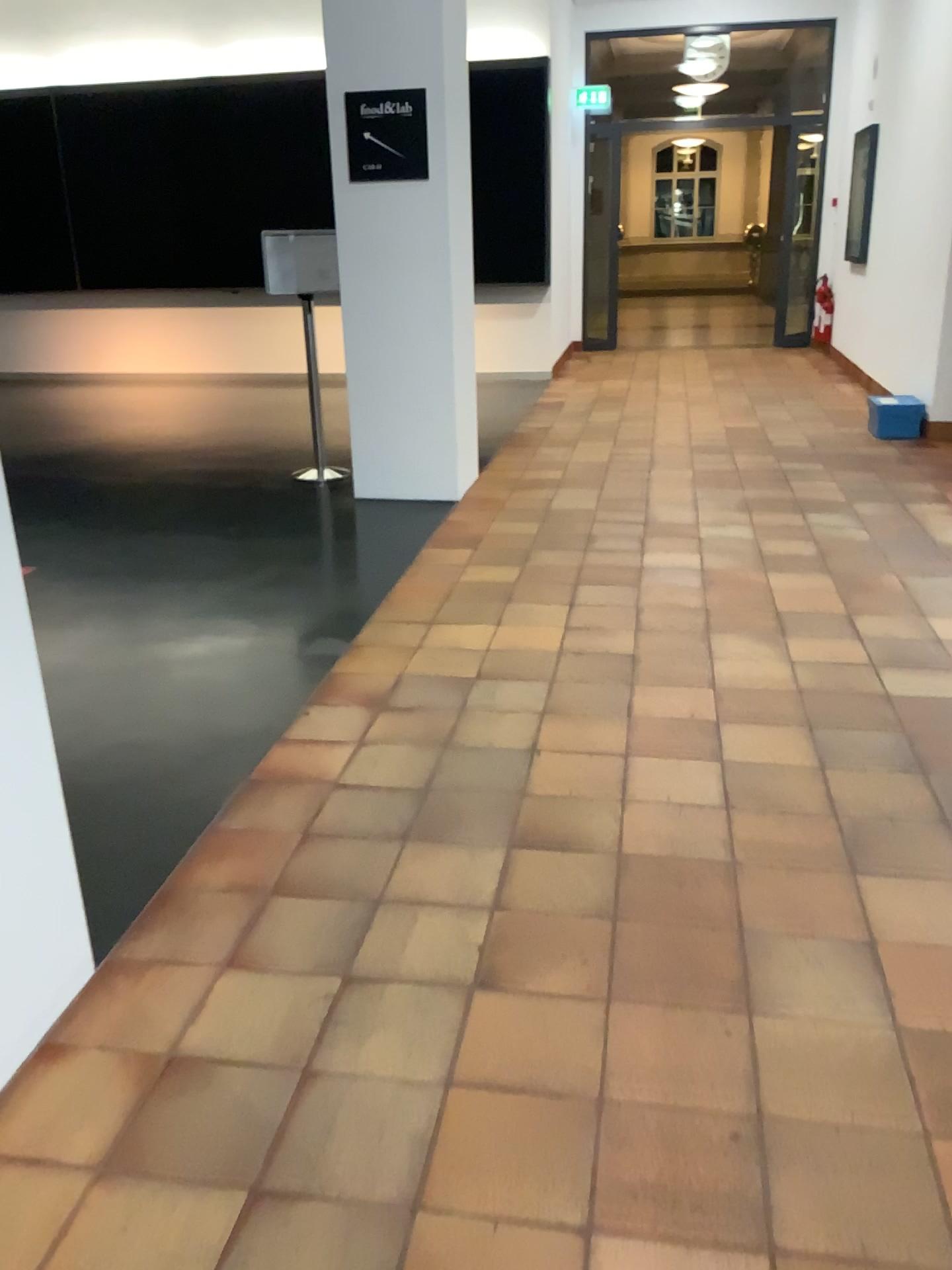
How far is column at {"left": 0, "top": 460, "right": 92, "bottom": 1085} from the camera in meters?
1.8 m

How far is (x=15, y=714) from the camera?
1.78m

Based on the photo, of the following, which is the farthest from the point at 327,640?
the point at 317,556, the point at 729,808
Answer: the point at 729,808
